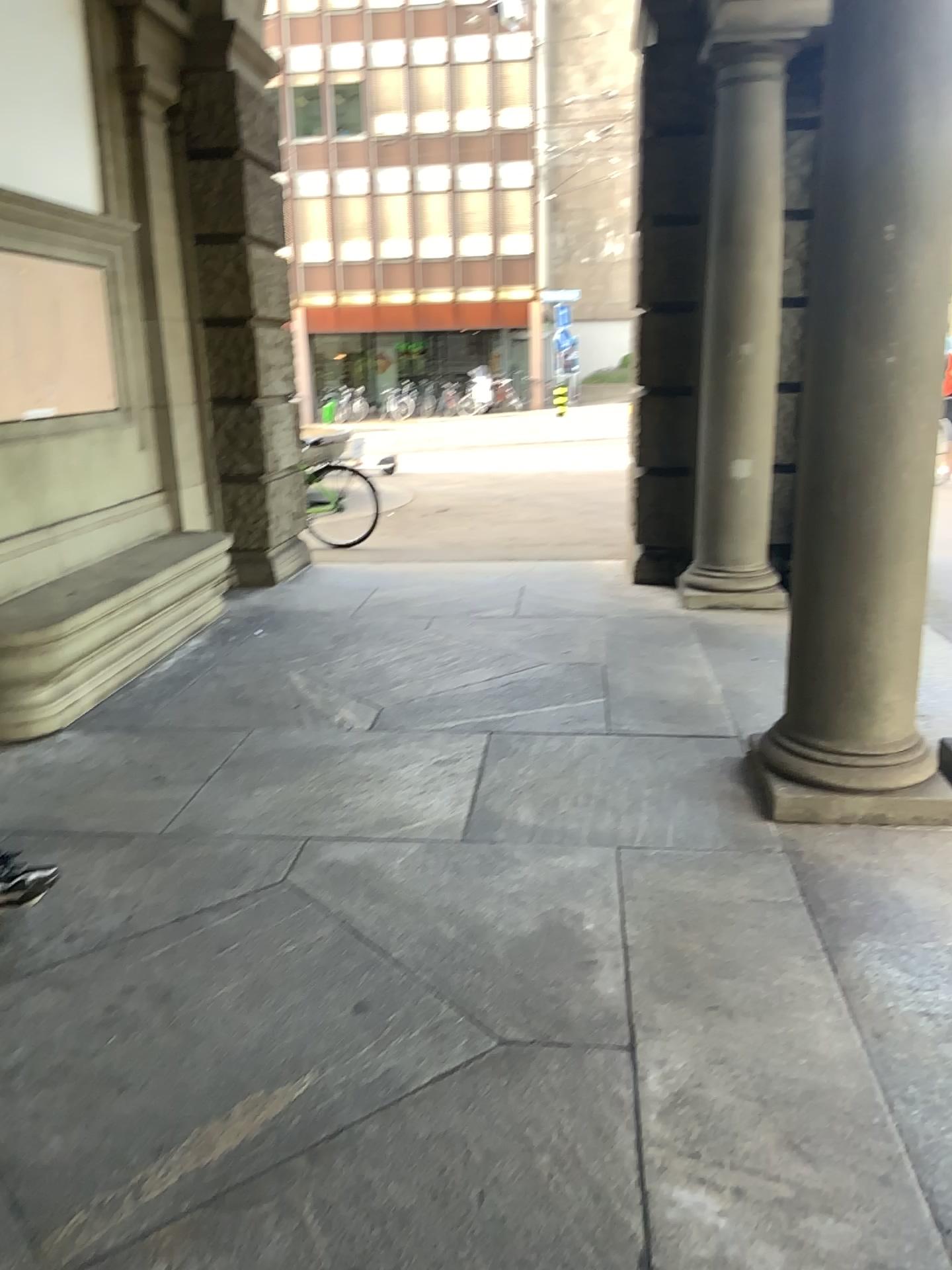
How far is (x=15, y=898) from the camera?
2.94m

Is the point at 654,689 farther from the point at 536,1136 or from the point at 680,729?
A: the point at 536,1136

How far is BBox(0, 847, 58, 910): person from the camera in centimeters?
294cm

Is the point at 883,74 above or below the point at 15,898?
above
